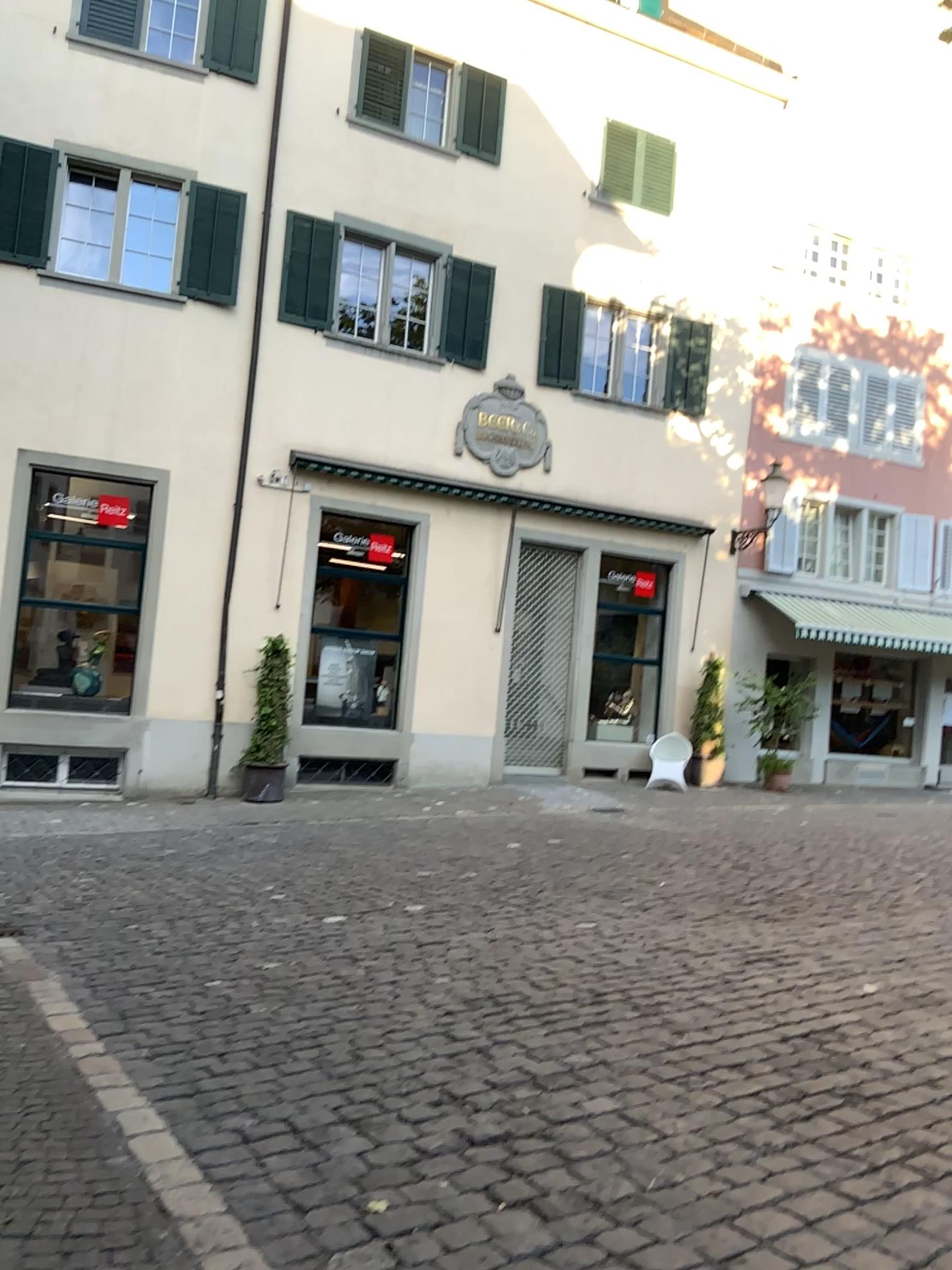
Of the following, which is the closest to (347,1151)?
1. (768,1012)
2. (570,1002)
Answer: (570,1002)
